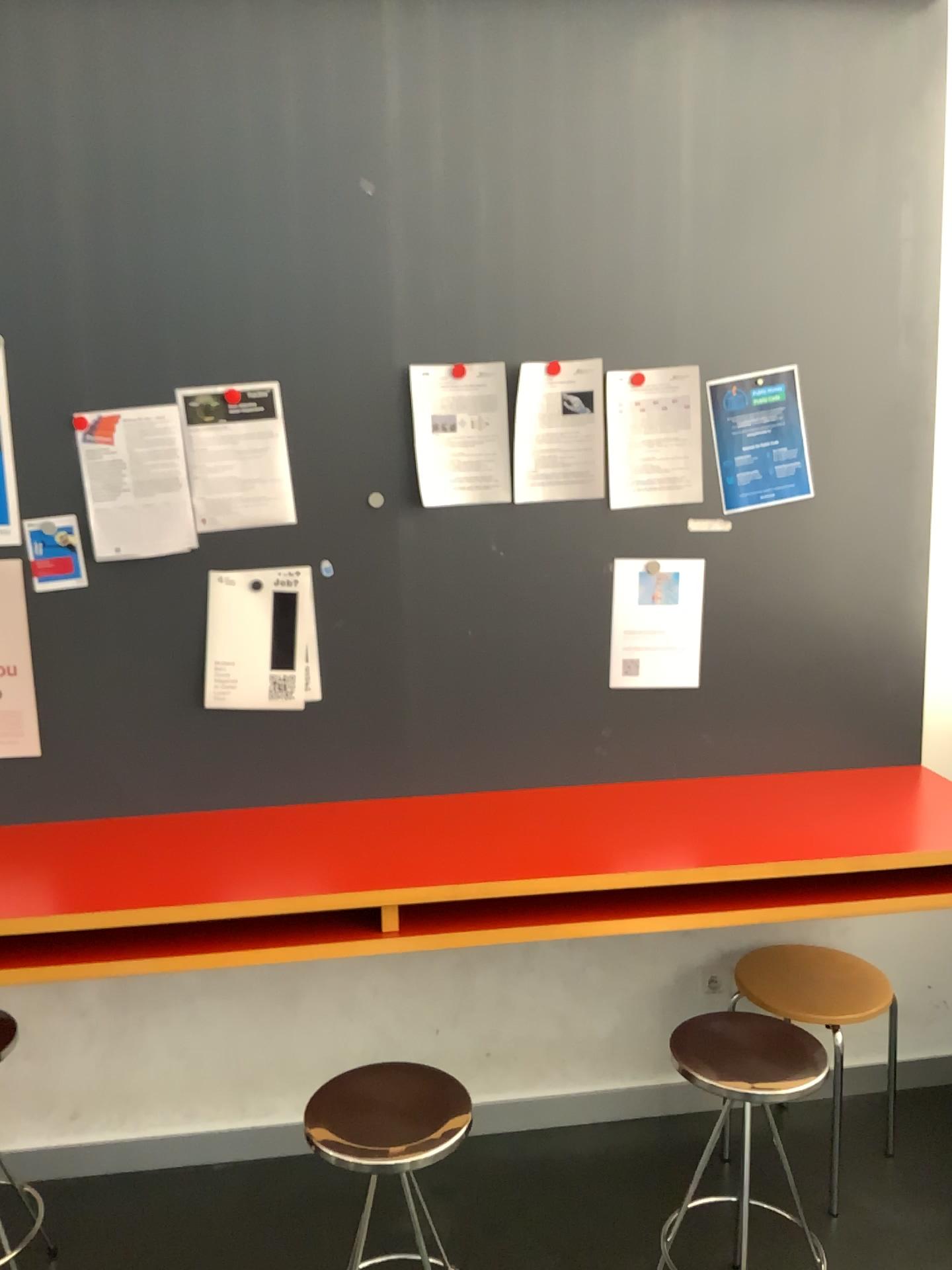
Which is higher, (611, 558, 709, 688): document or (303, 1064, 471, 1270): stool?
(611, 558, 709, 688): document

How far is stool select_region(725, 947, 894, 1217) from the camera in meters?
2.3 m

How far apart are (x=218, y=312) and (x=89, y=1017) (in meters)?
1.62

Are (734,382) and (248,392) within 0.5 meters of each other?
no

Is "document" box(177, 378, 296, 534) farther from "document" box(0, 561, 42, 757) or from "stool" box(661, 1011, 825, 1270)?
"stool" box(661, 1011, 825, 1270)

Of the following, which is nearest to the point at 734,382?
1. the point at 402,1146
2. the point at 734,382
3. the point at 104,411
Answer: the point at 734,382

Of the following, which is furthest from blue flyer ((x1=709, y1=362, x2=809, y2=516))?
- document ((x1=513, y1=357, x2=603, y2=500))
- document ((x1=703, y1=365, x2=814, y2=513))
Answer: document ((x1=513, y1=357, x2=603, y2=500))

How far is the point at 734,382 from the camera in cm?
237

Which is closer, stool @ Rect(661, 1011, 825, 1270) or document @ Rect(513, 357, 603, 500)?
stool @ Rect(661, 1011, 825, 1270)

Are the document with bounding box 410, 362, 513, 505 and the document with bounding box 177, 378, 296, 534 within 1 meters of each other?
yes
